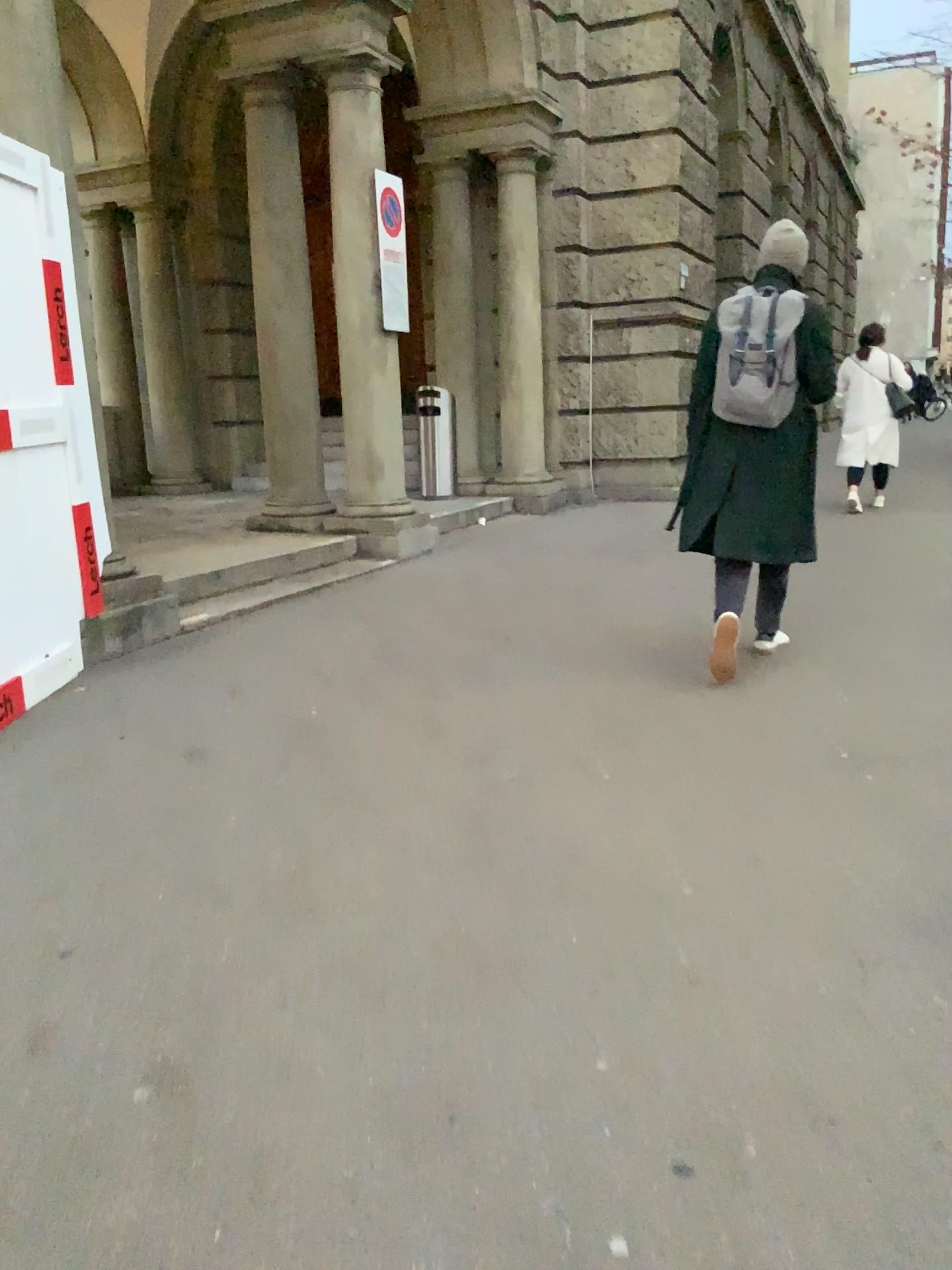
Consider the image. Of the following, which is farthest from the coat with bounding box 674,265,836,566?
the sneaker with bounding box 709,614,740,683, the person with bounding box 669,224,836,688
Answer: the sneaker with bounding box 709,614,740,683

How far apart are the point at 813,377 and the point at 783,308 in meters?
0.3 m

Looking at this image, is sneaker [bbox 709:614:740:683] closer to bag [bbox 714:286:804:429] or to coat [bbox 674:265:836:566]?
coat [bbox 674:265:836:566]

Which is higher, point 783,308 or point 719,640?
point 783,308

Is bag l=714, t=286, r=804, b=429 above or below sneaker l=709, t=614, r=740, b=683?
above

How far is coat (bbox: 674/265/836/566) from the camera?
4.2m

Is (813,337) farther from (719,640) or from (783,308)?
(719,640)

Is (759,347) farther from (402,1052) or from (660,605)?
(402,1052)

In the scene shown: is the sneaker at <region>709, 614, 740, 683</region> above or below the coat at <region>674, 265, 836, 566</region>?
below
